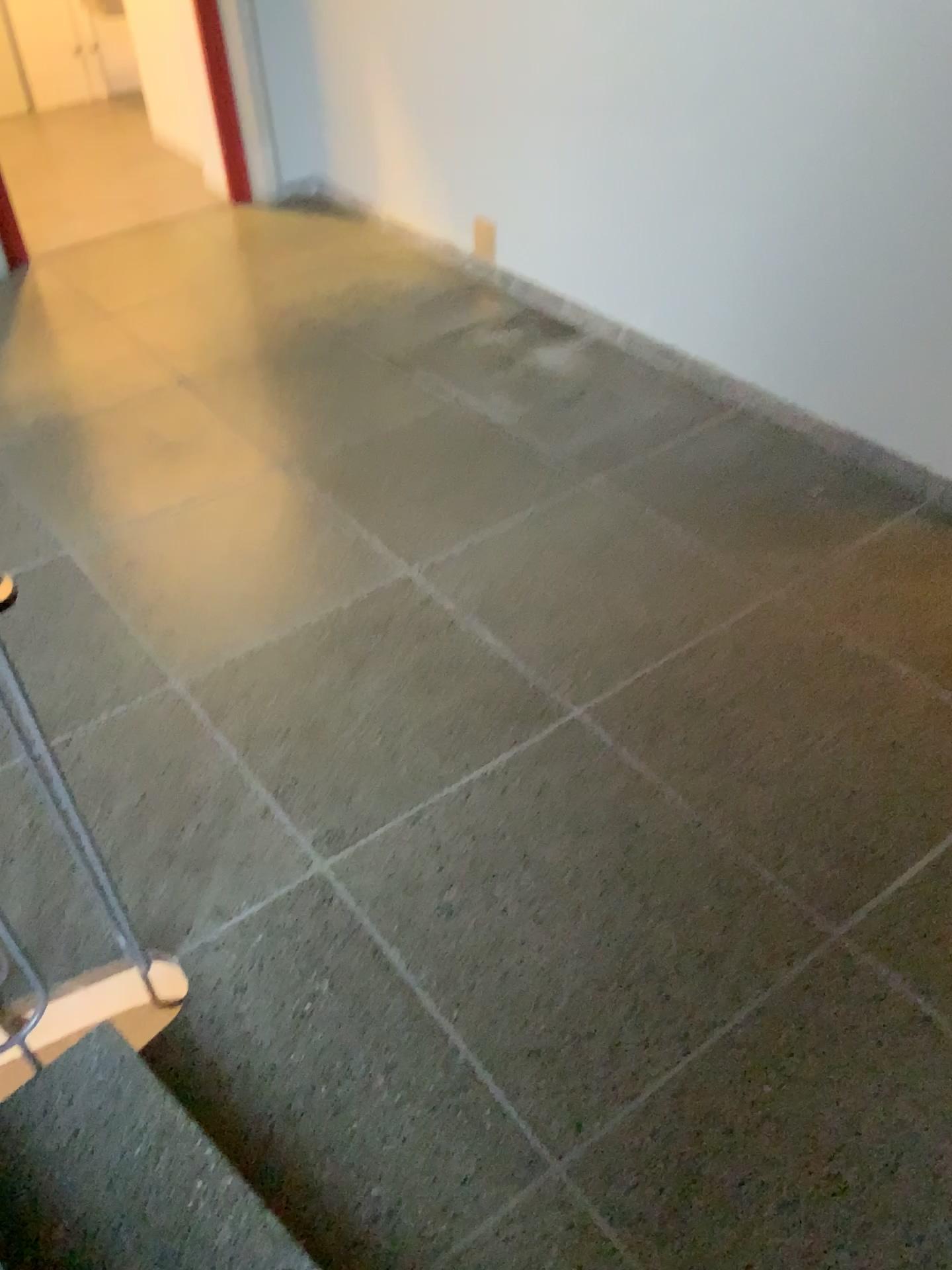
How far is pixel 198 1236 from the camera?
1.5m

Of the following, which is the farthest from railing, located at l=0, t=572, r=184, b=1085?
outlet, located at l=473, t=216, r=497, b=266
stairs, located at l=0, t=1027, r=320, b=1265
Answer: outlet, located at l=473, t=216, r=497, b=266

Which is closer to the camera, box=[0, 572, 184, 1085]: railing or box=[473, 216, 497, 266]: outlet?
box=[0, 572, 184, 1085]: railing

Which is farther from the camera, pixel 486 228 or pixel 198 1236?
pixel 486 228

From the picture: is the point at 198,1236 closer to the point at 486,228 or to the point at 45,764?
the point at 45,764

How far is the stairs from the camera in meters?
1.5 m

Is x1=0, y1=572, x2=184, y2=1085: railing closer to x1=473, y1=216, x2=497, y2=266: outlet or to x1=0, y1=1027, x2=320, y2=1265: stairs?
x1=0, y1=1027, x2=320, y2=1265: stairs

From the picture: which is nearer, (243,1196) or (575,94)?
(243,1196)
